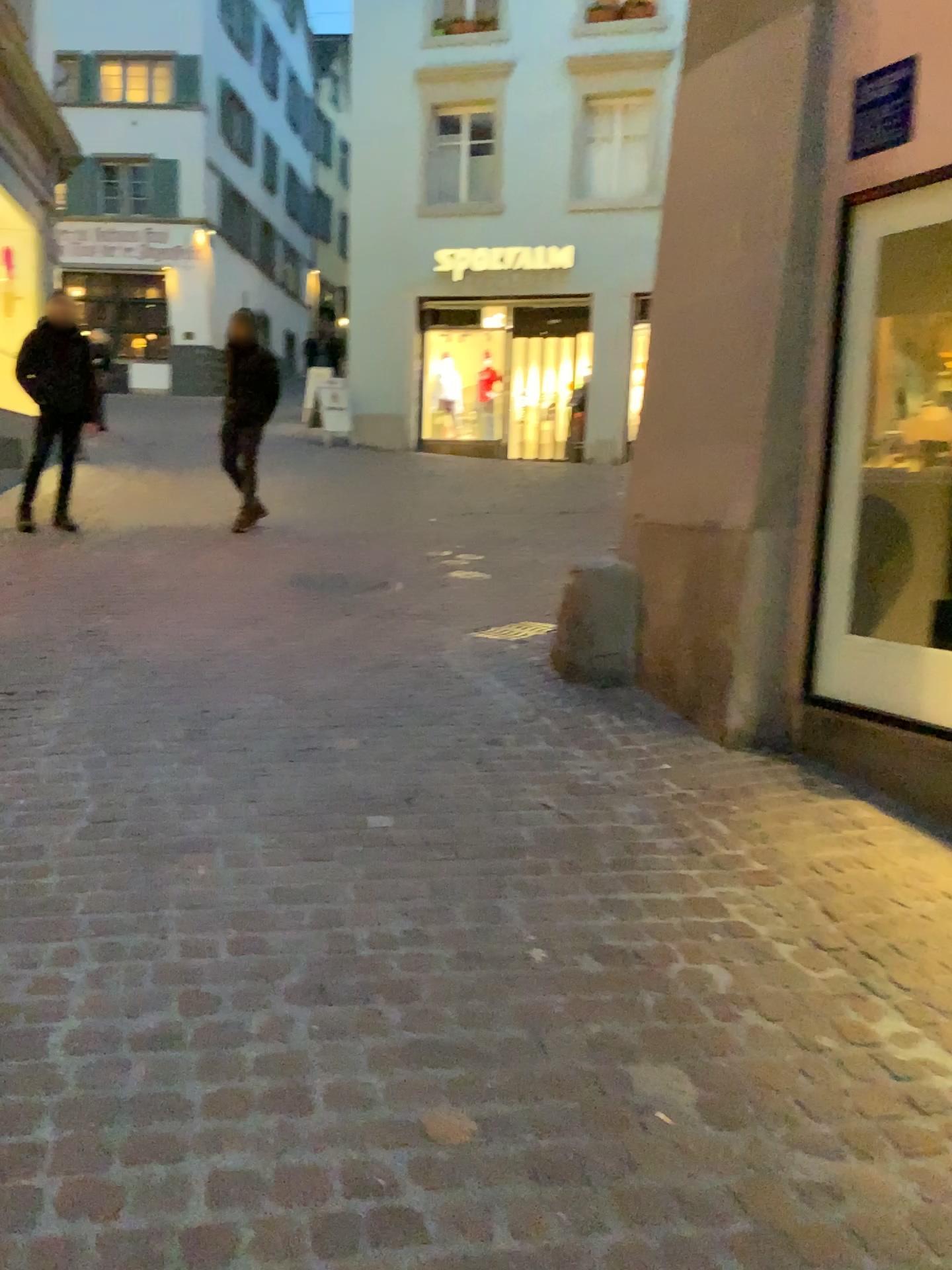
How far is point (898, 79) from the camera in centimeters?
350cm

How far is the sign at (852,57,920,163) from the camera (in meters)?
3.50

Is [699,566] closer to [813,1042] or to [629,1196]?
[813,1042]
